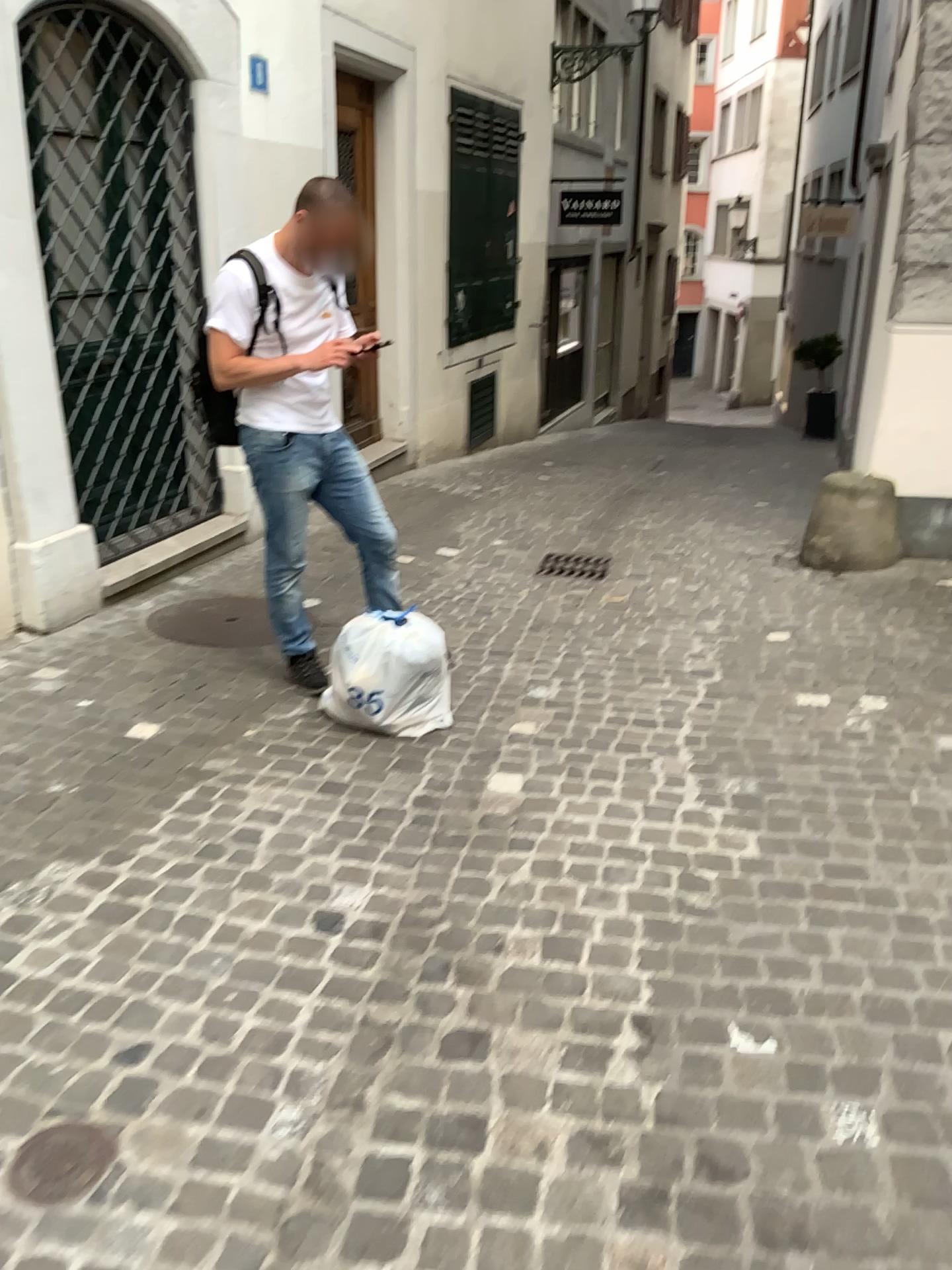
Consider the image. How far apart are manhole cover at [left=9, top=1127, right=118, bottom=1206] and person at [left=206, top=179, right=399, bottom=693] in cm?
212

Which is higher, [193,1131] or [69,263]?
[69,263]

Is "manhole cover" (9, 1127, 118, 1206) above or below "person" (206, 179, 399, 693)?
below

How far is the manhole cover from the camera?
1.8 meters

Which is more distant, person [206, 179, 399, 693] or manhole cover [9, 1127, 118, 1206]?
person [206, 179, 399, 693]

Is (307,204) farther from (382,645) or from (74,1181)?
(74,1181)

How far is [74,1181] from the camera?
1.8 meters

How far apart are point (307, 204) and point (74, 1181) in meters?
2.8 m

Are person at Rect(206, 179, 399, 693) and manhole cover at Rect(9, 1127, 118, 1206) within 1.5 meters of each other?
no

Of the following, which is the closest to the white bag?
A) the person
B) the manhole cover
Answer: the person
